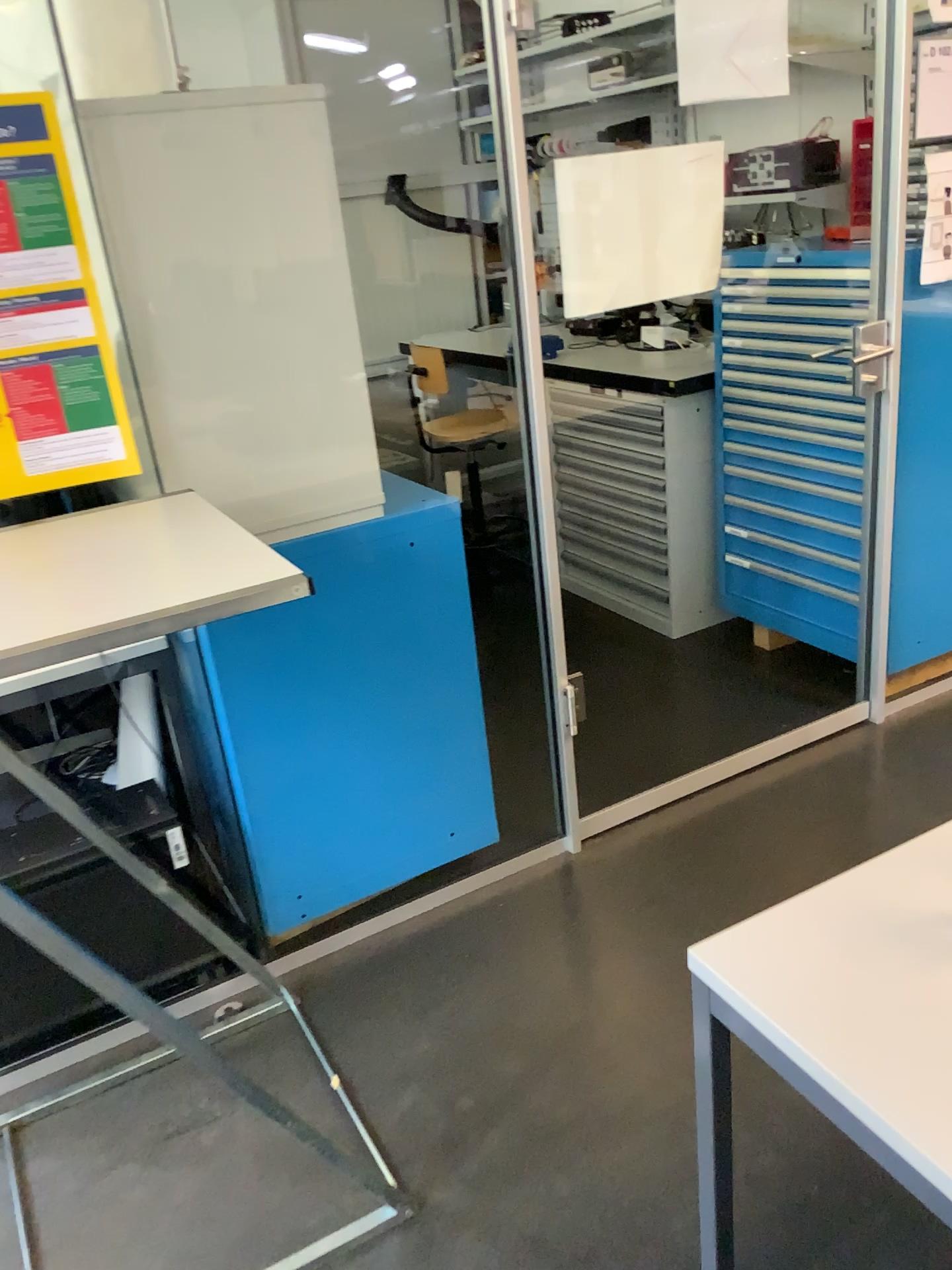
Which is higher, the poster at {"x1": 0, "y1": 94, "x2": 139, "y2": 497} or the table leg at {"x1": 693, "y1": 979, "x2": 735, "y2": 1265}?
the poster at {"x1": 0, "y1": 94, "x2": 139, "y2": 497}

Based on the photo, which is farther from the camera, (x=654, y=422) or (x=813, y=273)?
(x=654, y=422)

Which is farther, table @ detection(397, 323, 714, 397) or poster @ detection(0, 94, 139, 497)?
table @ detection(397, 323, 714, 397)

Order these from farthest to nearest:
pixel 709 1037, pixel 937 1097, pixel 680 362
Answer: pixel 680 362, pixel 709 1037, pixel 937 1097

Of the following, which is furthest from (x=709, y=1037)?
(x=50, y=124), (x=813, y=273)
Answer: (x=813, y=273)

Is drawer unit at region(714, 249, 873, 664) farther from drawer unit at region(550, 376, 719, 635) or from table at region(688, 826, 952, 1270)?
table at region(688, 826, 952, 1270)

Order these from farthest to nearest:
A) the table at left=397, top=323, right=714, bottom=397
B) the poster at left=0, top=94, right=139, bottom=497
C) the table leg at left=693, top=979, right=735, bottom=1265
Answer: the table at left=397, top=323, right=714, bottom=397 < the poster at left=0, top=94, right=139, bottom=497 < the table leg at left=693, top=979, right=735, bottom=1265

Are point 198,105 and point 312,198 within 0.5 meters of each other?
yes

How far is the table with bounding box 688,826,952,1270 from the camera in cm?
92

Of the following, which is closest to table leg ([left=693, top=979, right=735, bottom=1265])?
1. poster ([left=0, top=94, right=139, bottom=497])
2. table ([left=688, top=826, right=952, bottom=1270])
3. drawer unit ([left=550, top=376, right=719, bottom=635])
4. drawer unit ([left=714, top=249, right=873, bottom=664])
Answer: table ([left=688, top=826, right=952, bottom=1270])
